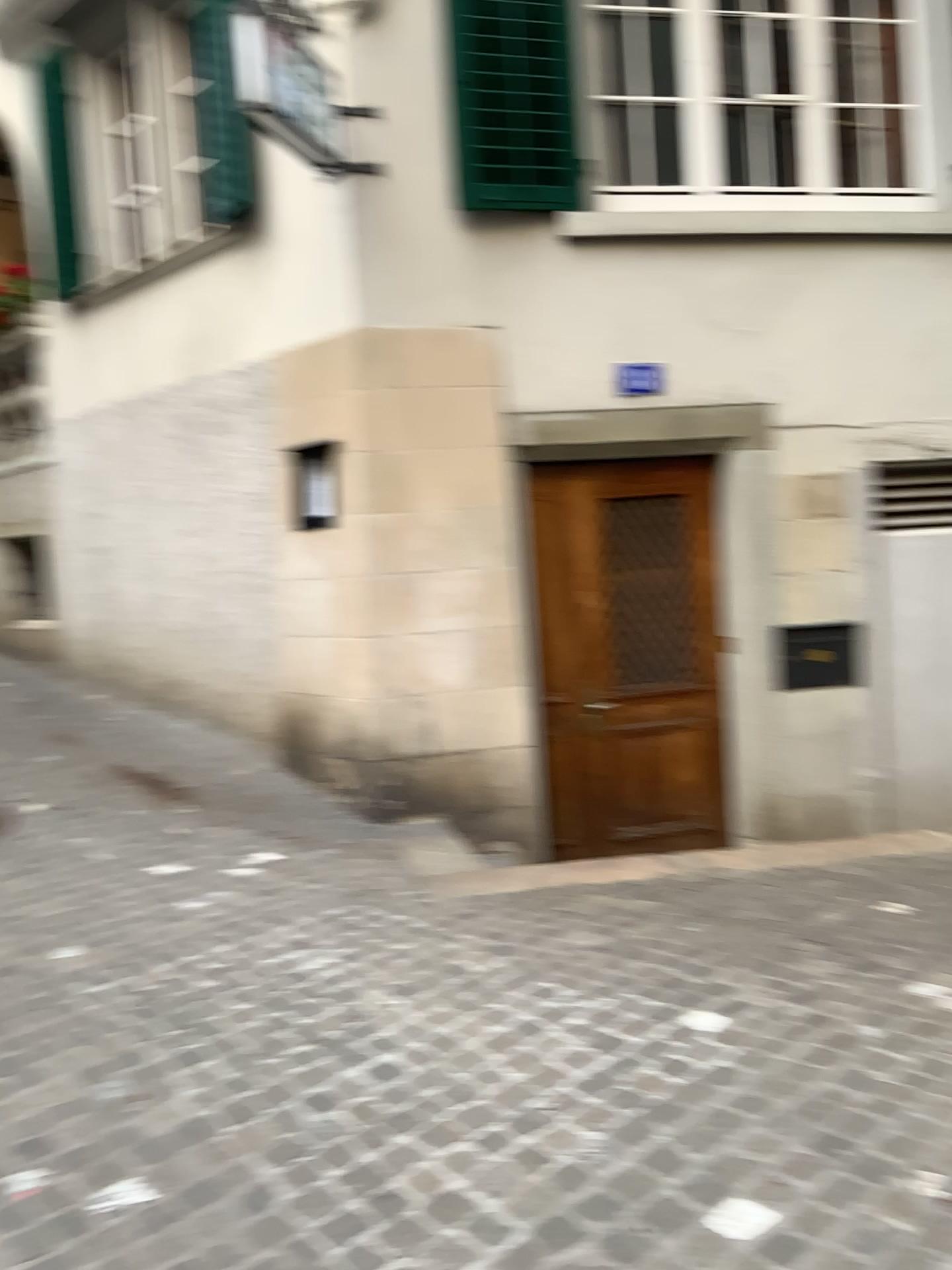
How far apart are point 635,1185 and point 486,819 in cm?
317
